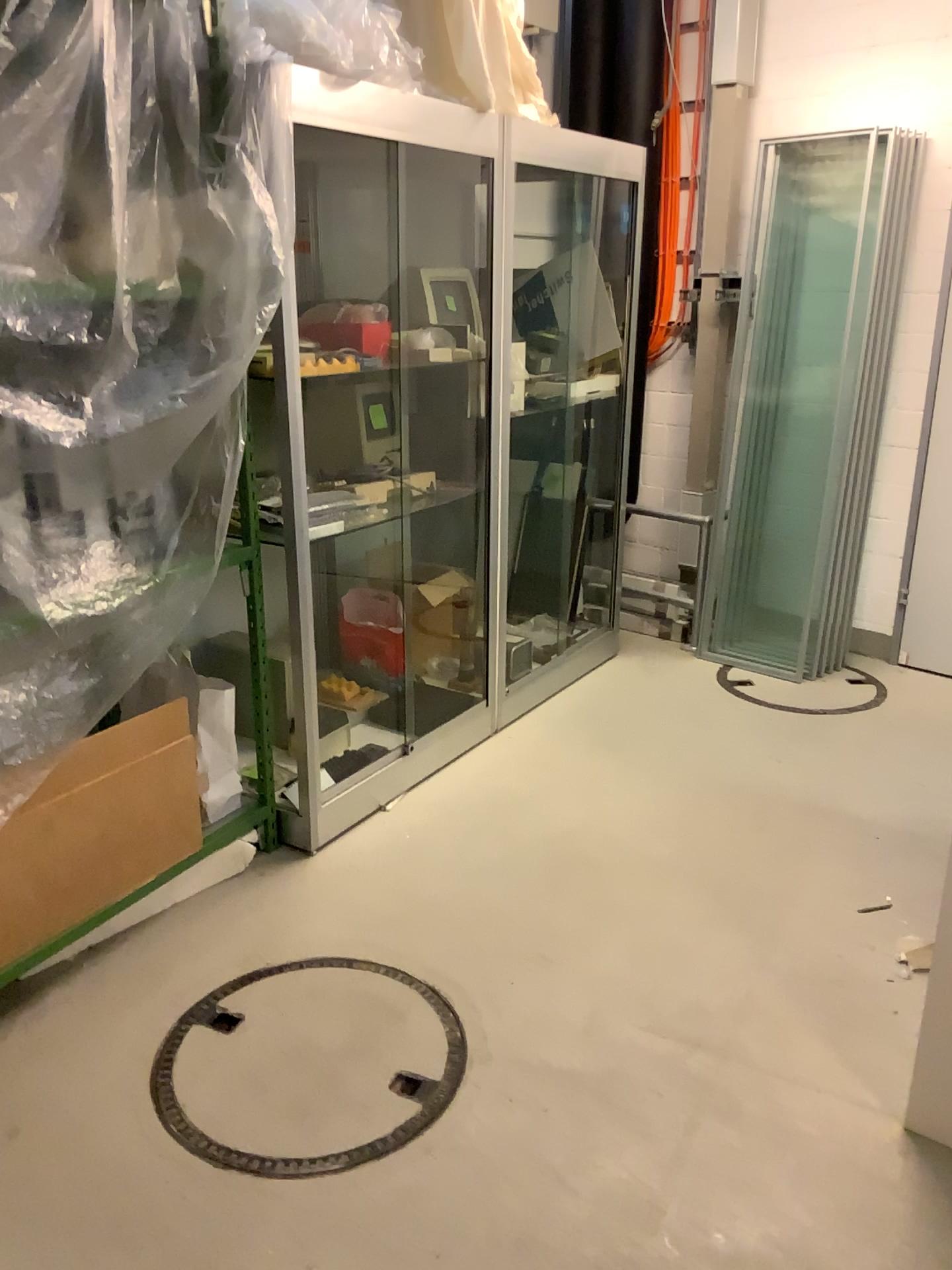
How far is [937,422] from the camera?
4.1m

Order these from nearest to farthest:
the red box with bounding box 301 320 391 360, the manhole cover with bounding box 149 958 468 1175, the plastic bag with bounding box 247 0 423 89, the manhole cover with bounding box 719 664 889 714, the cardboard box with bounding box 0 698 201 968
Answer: the manhole cover with bounding box 149 958 468 1175 → the cardboard box with bounding box 0 698 201 968 → the plastic bag with bounding box 247 0 423 89 → the red box with bounding box 301 320 391 360 → the manhole cover with bounding box 719 664 889 714

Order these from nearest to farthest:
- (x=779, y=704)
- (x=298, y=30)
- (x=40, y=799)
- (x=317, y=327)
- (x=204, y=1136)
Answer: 1. (x=204, y=1136)
2. (x=40, y=799)
3. (x=298, y=30)
4. (x=317, y=327)
5. (x=779, y=704)

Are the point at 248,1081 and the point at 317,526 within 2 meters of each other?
yes

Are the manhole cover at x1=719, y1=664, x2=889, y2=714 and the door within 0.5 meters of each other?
yes

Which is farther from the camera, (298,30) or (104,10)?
(298,30)

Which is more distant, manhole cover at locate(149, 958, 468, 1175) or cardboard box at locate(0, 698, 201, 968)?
cardboard box at locate(0, 698, 201, 968)

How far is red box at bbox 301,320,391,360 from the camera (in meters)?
3.03

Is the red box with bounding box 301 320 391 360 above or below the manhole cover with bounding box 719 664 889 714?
above

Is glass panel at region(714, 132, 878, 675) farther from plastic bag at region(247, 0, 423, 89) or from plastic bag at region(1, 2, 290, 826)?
plastic bag at region(1, 2, 290, 826)
